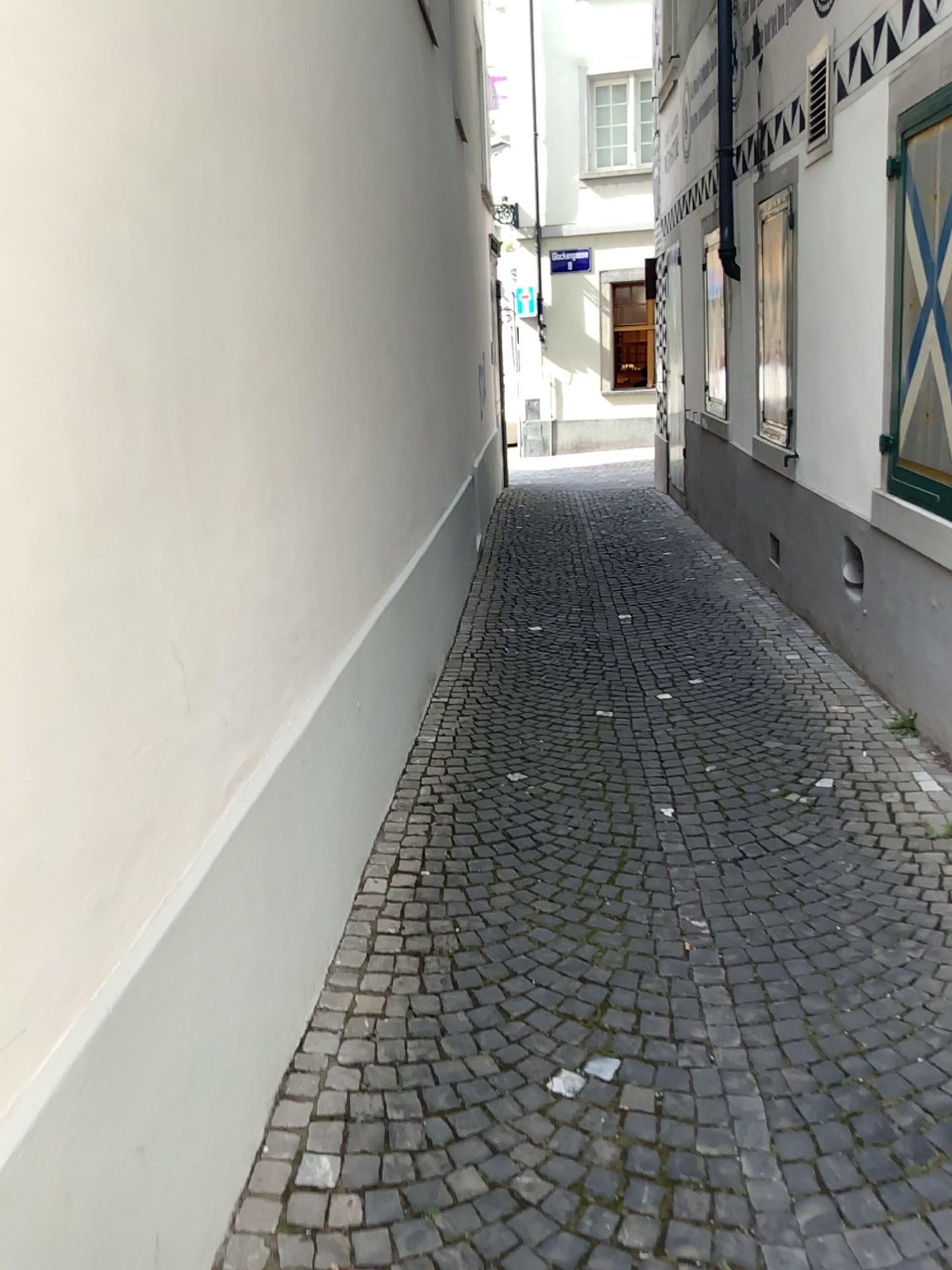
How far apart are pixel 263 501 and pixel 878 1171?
1.9m
